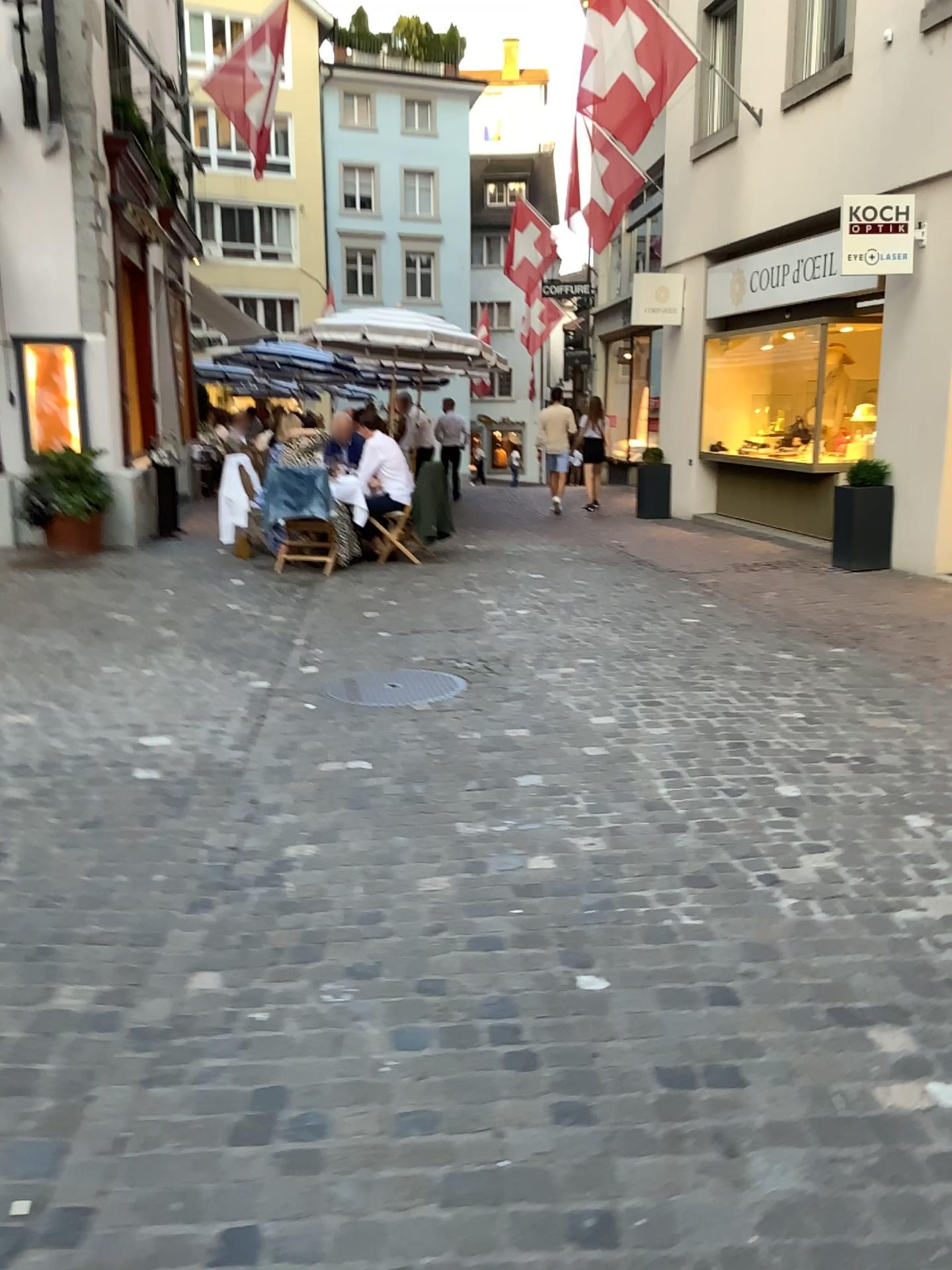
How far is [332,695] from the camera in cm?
494

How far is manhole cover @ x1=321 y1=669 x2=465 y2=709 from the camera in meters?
4.9 m

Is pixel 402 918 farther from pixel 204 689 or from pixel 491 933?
pixel 204 689
